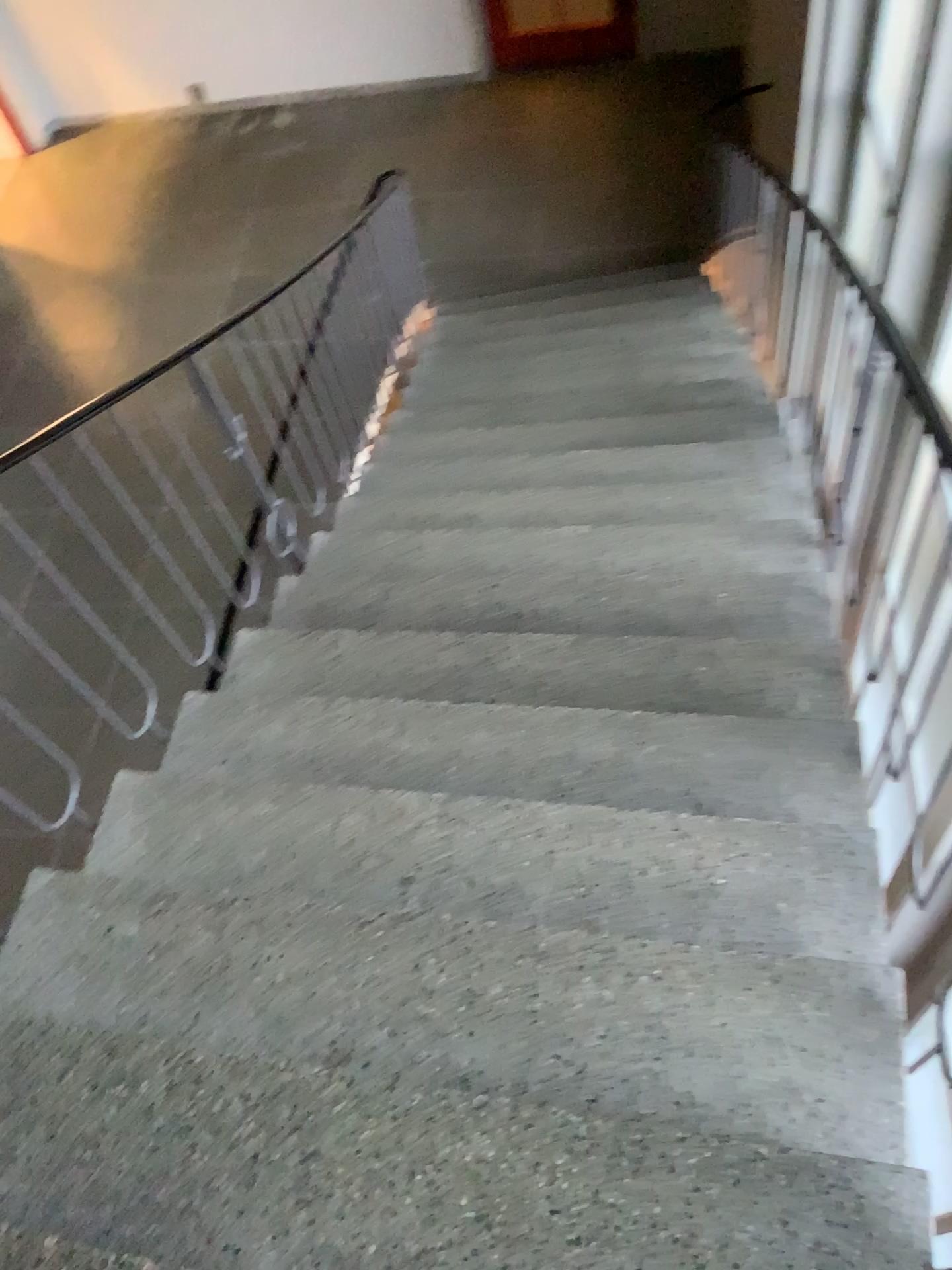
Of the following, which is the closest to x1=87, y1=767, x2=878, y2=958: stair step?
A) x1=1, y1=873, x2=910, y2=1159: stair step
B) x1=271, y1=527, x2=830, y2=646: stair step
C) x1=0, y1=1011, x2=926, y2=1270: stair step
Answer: x1=1, y1=873, x2=910, y2=1159: stair step

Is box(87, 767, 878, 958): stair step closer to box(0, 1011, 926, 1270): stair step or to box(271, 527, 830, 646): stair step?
box(0, 1011, 926, 1270): stair step

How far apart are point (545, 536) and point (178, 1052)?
2.0 meters

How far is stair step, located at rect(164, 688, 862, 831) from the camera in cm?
226

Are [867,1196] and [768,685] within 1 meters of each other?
no

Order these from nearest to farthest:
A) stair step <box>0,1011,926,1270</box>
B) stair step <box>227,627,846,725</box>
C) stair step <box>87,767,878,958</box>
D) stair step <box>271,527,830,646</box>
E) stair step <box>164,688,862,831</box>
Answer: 1. stair step <box>0,1011,926,1270</box>
2. stair step <box>87,767,878,958</box>
3. stair step <box>164,688,862,831</box>
4. stair step <box>227,627,846,725</box>
5. stair step <box>271,527,830,646</box>

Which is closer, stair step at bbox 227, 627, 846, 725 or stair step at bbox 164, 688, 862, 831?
stair step at bbox 164, 688, 862, 831

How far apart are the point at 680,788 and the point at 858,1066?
0.7m

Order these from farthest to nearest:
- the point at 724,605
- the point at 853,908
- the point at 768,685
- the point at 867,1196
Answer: the point at 724,605
the point at 768,685
the point at 853,908
the point at 867,1196

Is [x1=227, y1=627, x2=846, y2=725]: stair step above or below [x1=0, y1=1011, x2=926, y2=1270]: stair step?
below
